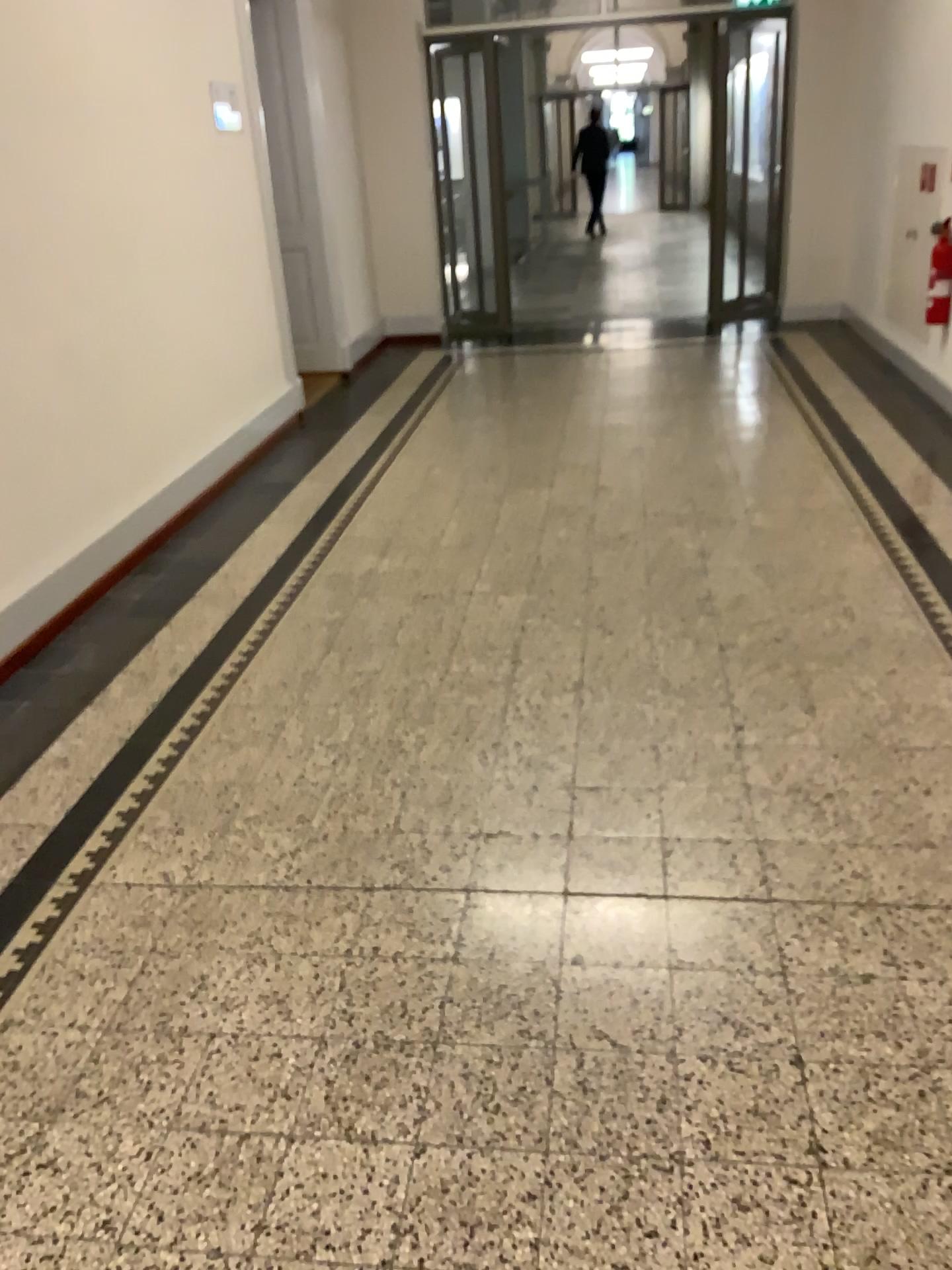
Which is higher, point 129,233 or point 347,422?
point 129,233
